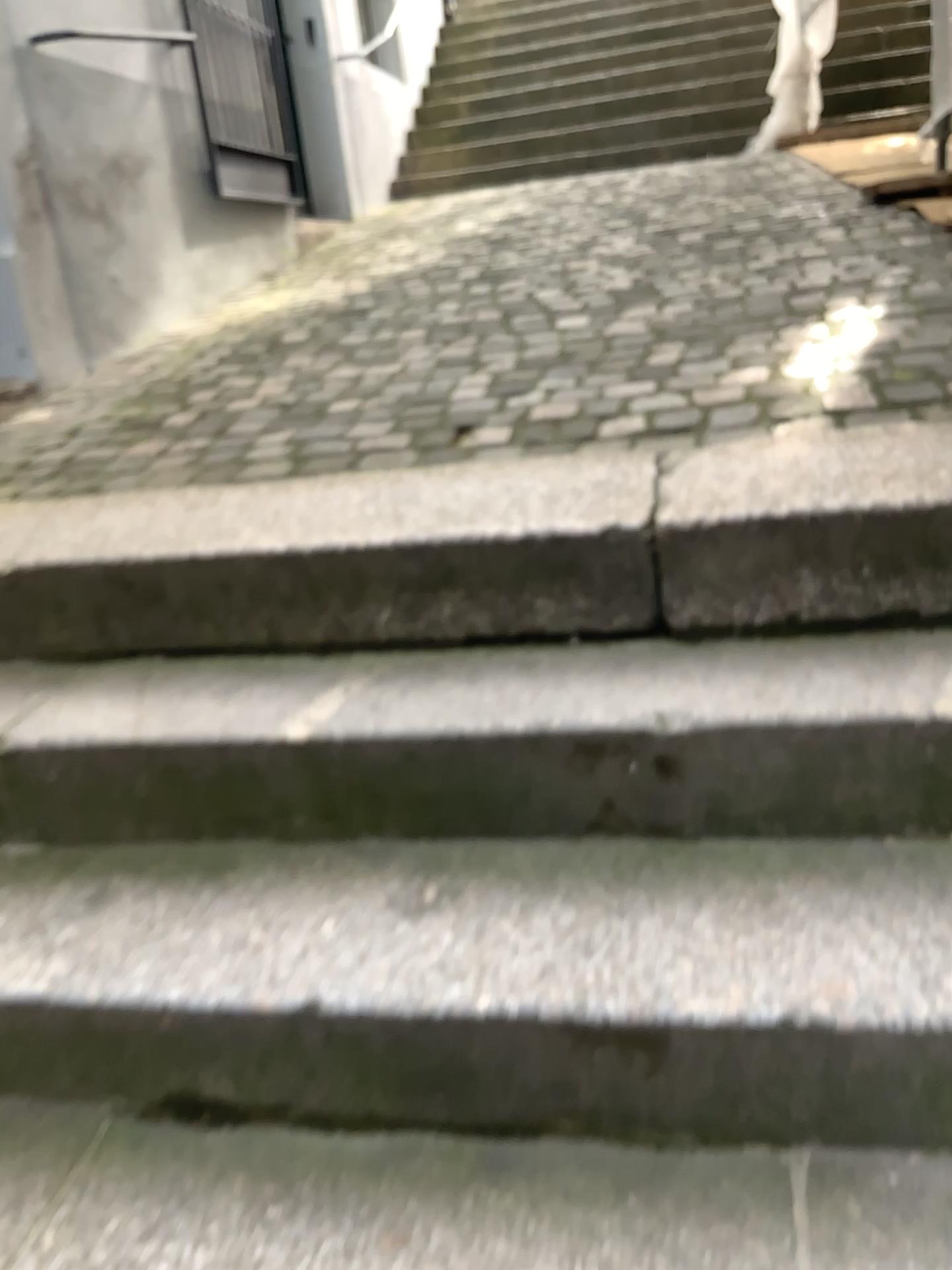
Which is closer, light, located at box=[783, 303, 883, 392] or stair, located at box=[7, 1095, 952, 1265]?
stair, located at box=[7, 1095, 952, 1265]

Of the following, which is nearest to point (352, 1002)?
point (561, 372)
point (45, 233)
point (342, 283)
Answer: point (561, 372)

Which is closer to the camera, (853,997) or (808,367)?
(853,997)

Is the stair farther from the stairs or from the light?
the light

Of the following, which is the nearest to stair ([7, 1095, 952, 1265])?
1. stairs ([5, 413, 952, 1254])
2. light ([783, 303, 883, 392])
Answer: stairs ([5, 413, 952, 1254])

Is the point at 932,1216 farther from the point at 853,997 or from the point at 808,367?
the point at 808,367

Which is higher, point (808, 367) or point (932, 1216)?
point (808, 367)

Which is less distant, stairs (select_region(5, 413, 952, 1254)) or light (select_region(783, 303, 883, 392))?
stairs (select_region(5, 413, 952, 1254))

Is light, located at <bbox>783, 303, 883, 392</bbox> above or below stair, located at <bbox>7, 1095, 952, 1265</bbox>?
above
